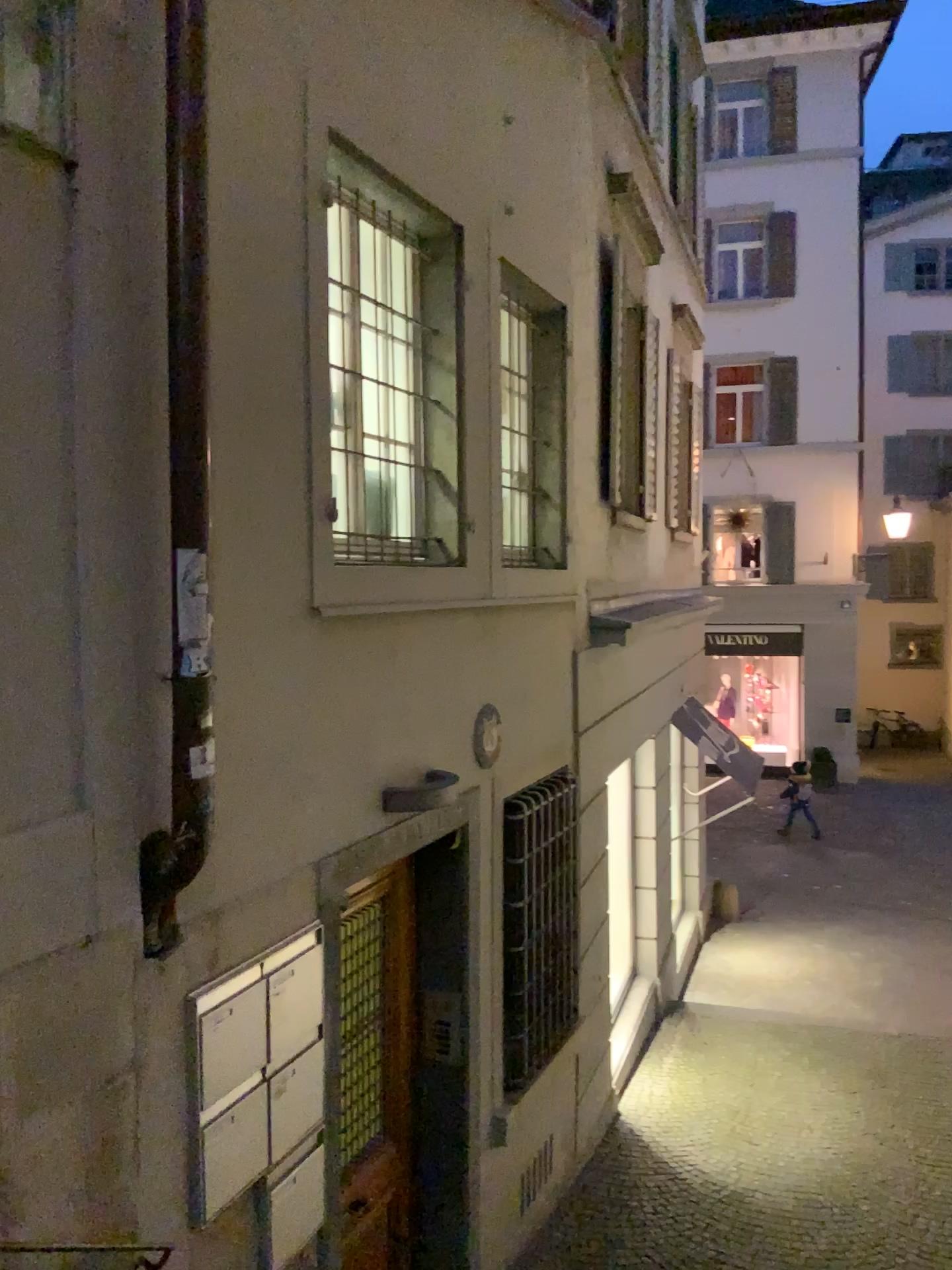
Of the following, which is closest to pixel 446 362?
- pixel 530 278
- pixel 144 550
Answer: pixel 530 278

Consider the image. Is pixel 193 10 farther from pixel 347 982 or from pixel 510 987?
pixel 510 987

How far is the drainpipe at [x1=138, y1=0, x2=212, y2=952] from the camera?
2.5m

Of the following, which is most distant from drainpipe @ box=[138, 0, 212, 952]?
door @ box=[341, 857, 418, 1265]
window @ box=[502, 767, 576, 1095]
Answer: window @ box=[502, 767, 576, 1095]

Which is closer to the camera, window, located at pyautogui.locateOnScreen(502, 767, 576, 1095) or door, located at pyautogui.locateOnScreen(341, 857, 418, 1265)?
door, located at pyautogui.locateOnScreen(341, 857, 418, 1265)

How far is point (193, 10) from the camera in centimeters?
249cm

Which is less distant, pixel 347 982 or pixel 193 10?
pixel 193 10

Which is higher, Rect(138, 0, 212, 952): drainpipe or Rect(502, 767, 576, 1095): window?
Rect(138, 0, 212, 952): drainpipe

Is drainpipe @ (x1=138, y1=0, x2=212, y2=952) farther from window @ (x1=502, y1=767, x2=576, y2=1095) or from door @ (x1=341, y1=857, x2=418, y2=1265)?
window @ (x1=502, y1=767, x2=576, y2=1095)

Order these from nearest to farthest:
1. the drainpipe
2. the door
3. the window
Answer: the drainpipe → the door → the window
